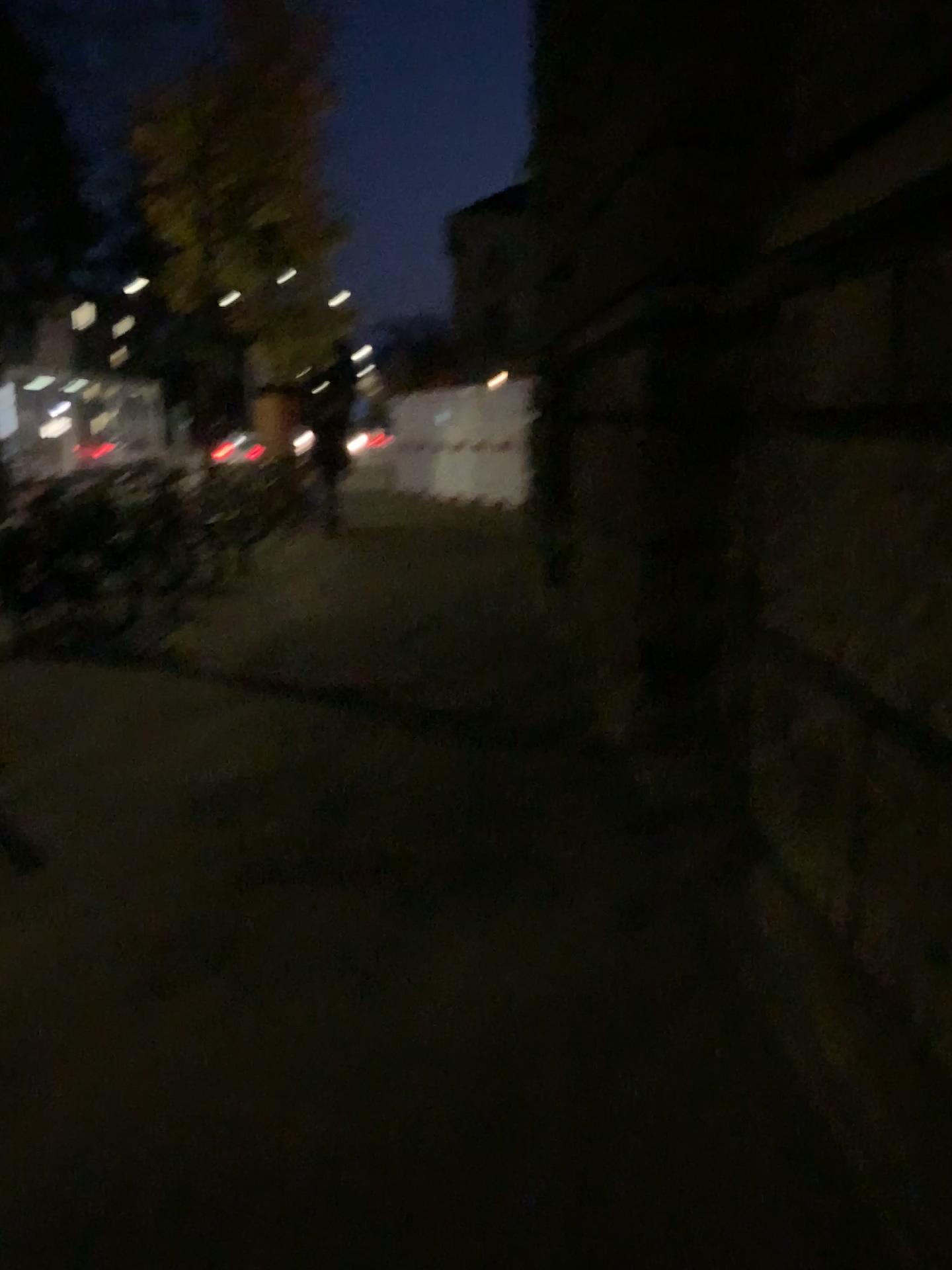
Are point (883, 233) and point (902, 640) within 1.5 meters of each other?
yes
